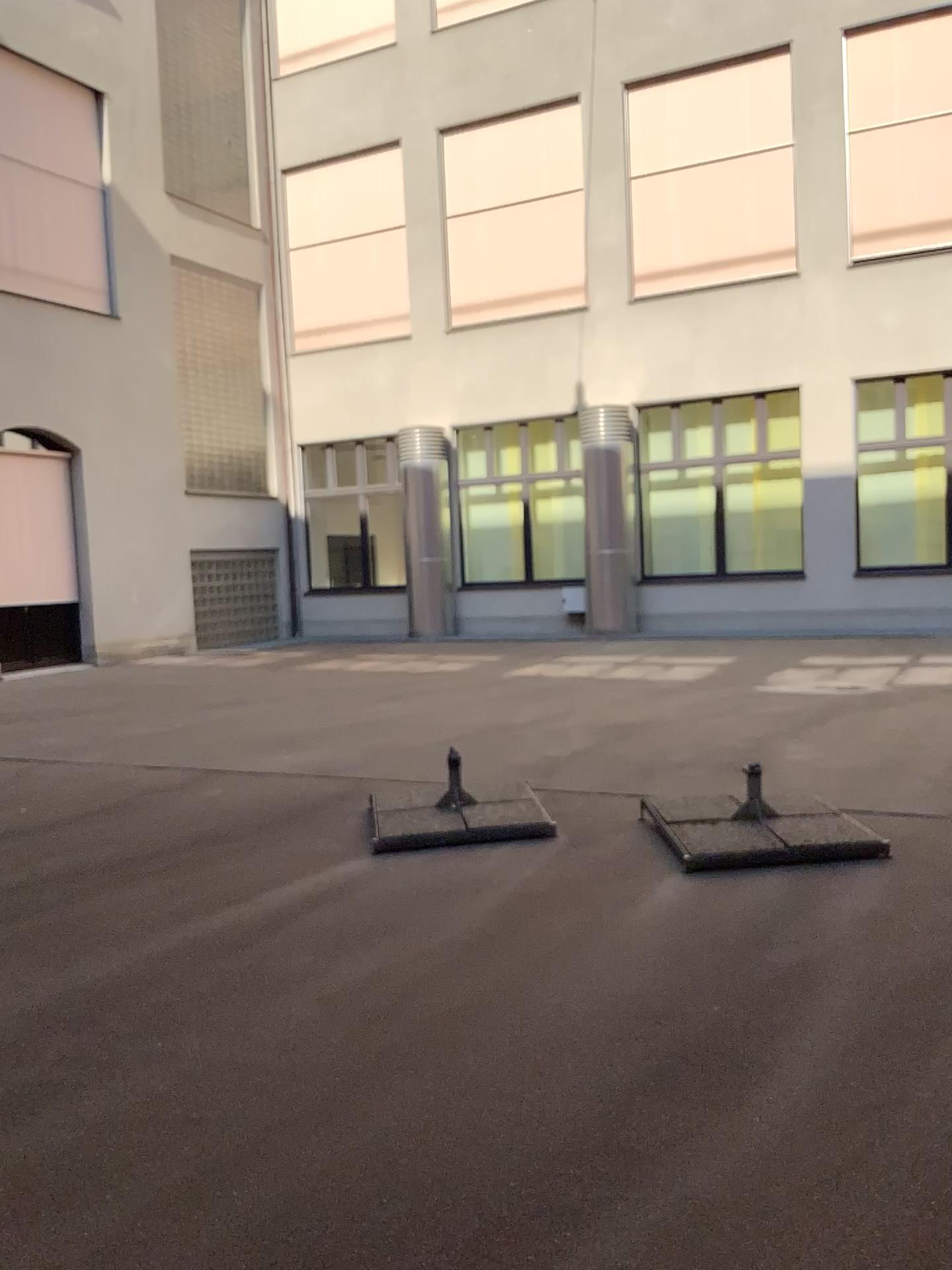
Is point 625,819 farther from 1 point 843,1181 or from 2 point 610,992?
1 point 843,1181
